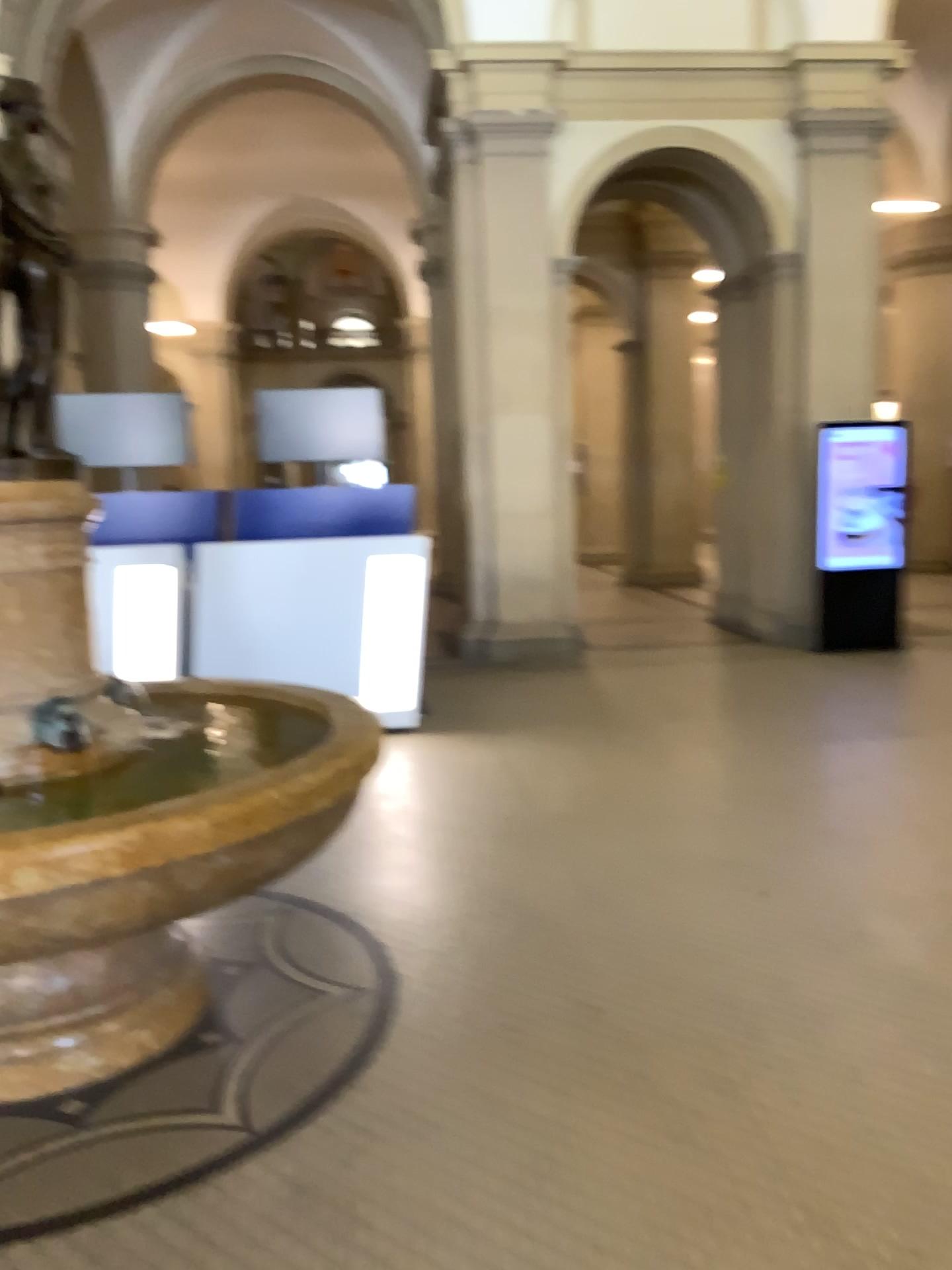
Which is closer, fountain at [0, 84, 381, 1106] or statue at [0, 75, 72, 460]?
fountain at [0, 84, 381, 1106]

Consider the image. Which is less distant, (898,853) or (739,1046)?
(739,1046)

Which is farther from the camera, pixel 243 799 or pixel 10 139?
pixel 10 139

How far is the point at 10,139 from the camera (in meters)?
2.64

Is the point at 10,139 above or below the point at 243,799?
above

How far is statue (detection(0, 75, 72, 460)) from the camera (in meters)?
2.64
